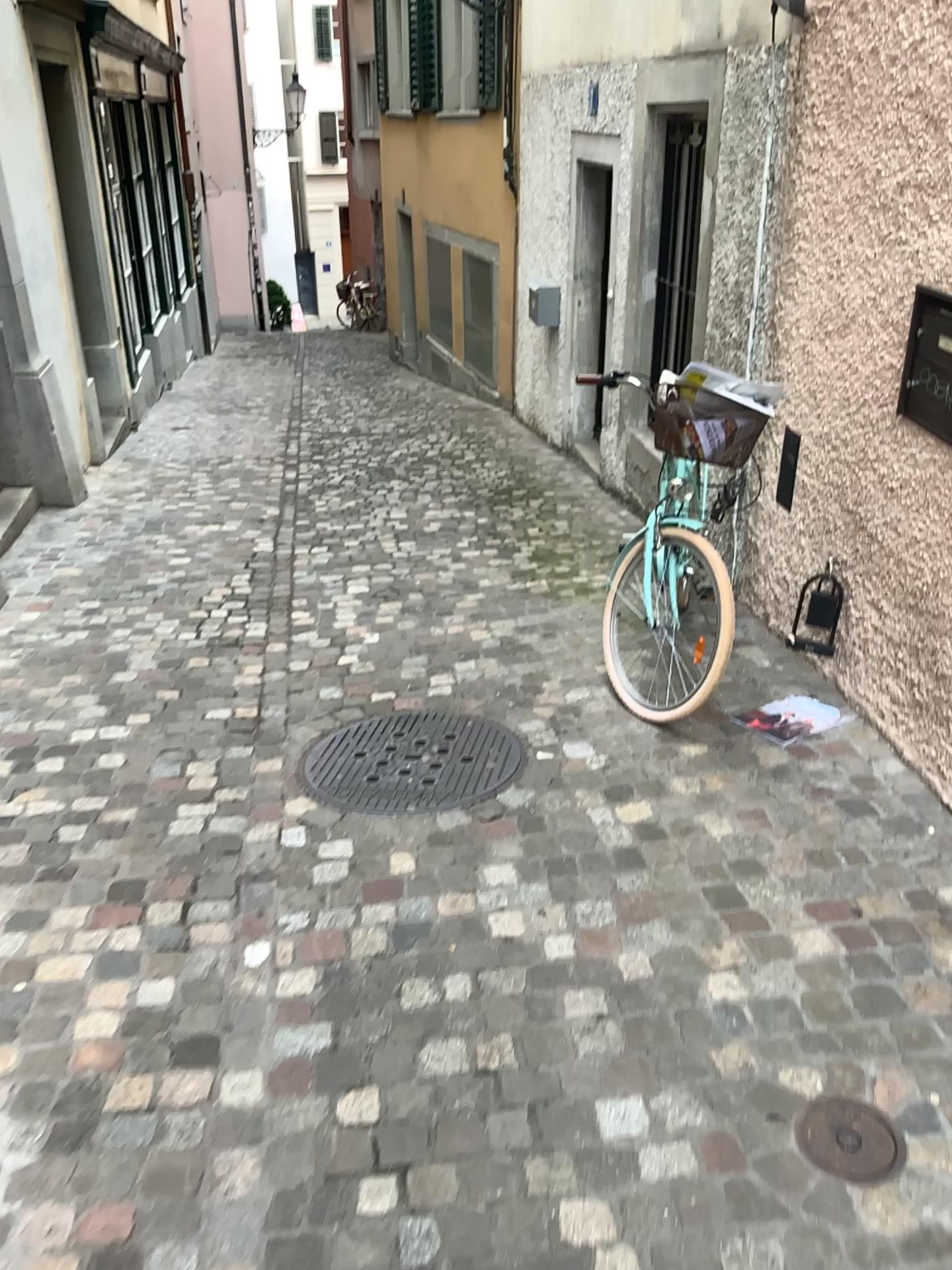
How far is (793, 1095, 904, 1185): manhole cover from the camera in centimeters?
183cm

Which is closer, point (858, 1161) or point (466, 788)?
point (858, 1161)

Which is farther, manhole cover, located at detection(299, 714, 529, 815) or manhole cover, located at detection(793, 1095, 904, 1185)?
manhole cover, located at detection(299, 714, 529, 815)

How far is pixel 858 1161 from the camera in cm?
183

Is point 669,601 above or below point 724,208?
below
